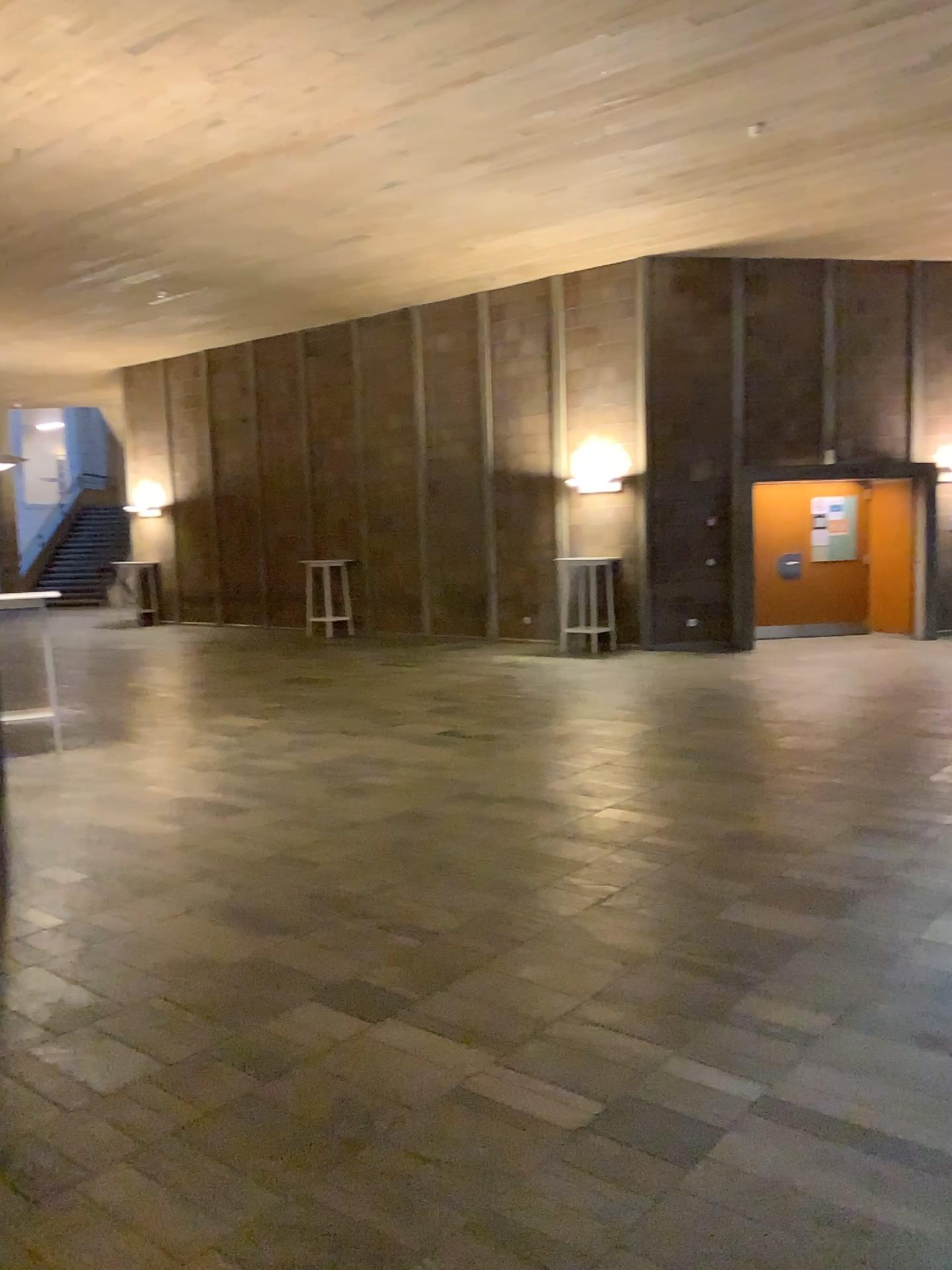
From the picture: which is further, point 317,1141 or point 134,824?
point 134,824
